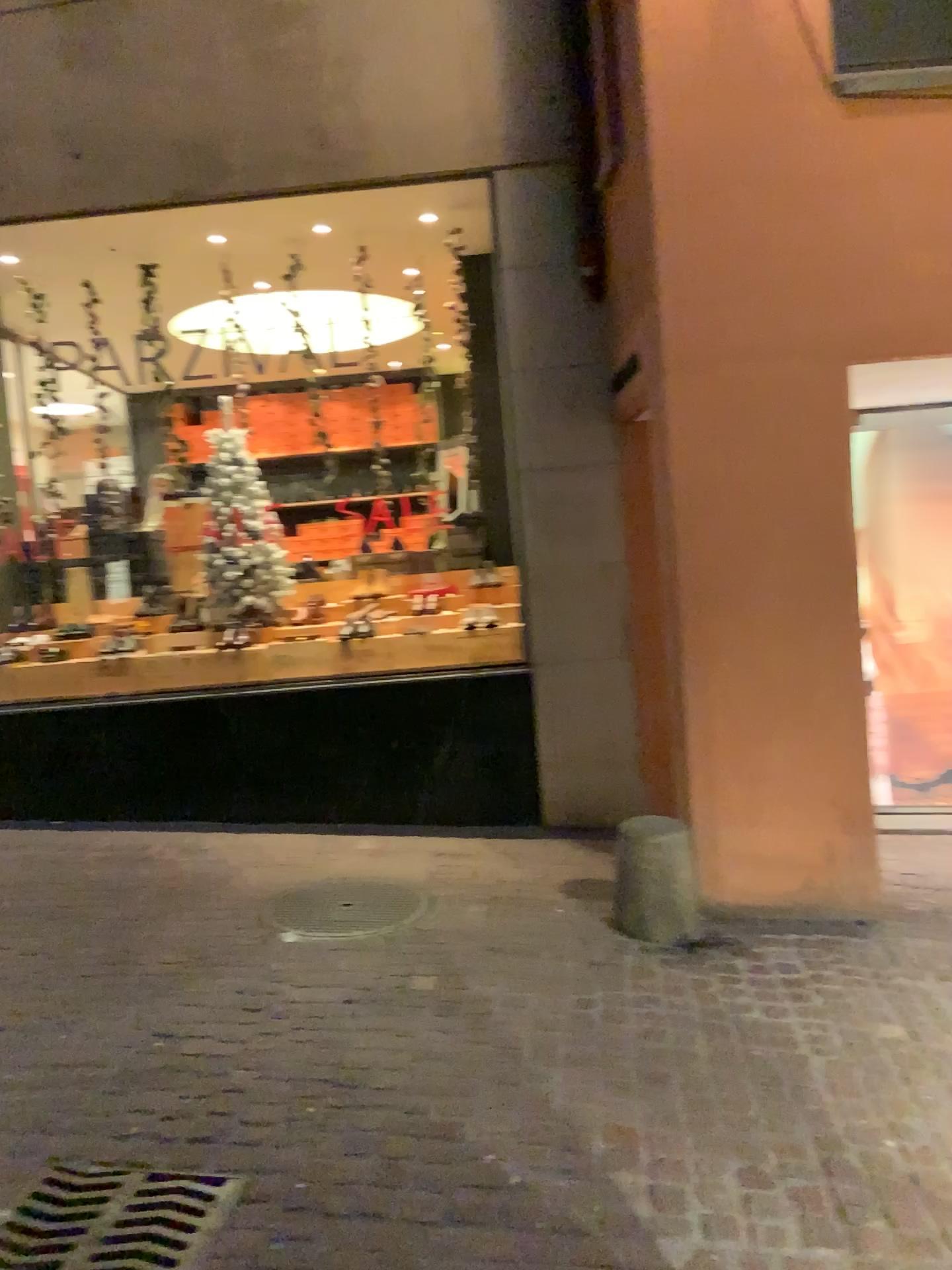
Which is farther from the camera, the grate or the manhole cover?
the manhole cover

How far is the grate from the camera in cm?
222

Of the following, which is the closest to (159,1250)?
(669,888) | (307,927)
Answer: (307,927)

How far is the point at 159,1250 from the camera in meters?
2.2

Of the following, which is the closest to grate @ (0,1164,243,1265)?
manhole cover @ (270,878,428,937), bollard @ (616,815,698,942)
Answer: manhole cover @ (270,878,428,937)

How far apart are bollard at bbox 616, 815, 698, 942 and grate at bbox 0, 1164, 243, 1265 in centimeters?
192cm

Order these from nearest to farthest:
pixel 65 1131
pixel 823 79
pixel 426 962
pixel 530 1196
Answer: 1. pixel 530 1196
2. pixel 65 1131
3. pixel 426 962
4. pixel 823 79

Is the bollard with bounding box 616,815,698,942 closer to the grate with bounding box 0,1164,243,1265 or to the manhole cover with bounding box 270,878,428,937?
the manhole cover with bounding box 270,878,428,937

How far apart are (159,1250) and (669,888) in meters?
2.2
